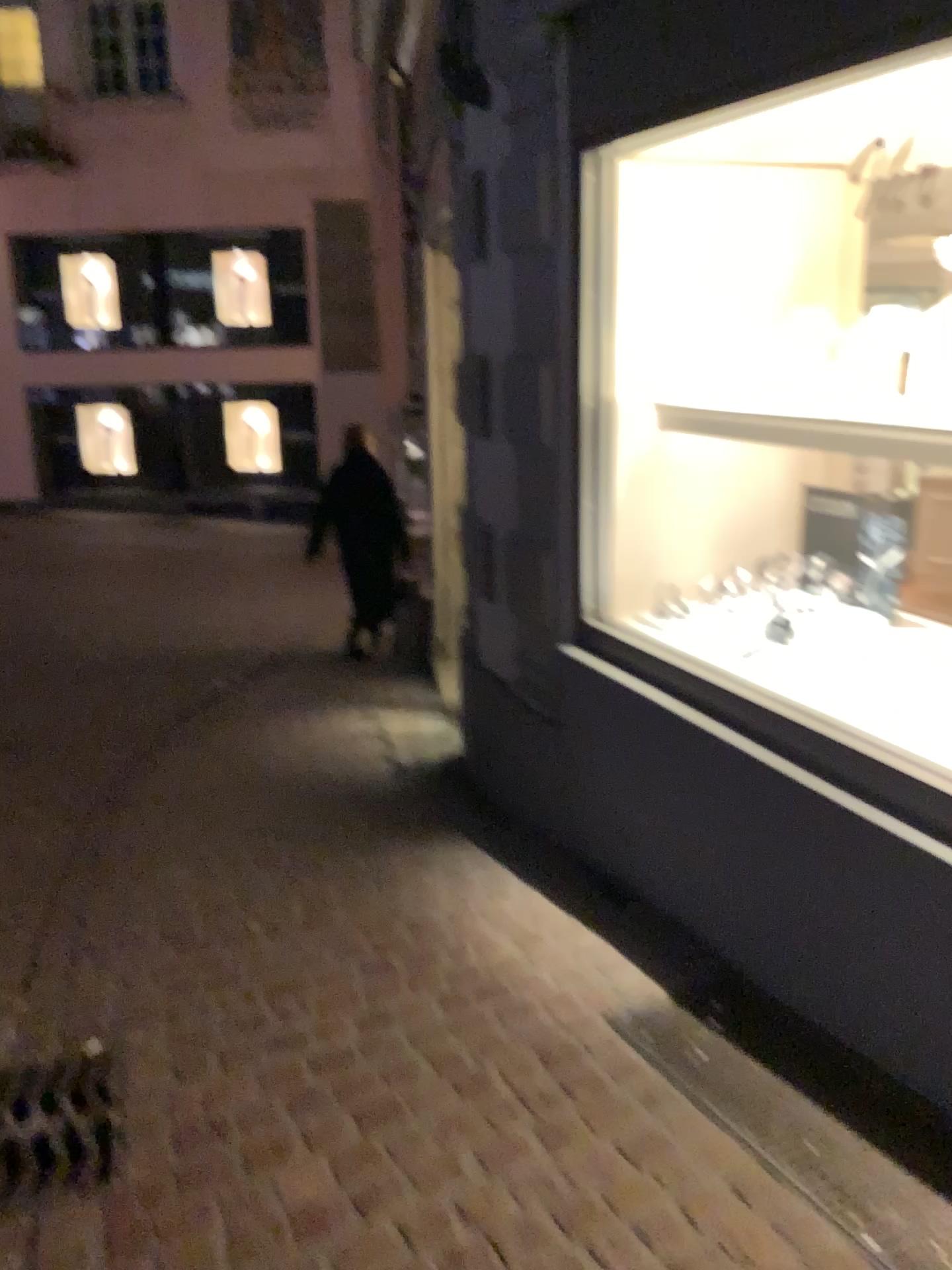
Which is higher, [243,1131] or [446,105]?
[446,105]

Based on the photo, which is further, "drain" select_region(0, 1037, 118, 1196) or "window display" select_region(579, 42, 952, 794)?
"window display" select_region(579, 42, 952, 794)

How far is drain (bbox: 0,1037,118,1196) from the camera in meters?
1.9

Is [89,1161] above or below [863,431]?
below

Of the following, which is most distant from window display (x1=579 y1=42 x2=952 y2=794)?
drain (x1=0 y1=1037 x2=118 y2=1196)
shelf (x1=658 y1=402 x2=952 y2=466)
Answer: drain (x1=0 y1=1037 x2=118 y2=1196)

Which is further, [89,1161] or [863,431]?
[863,431]

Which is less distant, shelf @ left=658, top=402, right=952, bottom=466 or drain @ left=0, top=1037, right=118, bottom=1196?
drain @ left=0, top=1037, right=118, bottom=1196

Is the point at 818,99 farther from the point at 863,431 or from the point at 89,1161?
the point at 89,1161

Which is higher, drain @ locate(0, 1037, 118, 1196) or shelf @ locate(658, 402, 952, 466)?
shelf @ locate(658, 402, 952, 466)

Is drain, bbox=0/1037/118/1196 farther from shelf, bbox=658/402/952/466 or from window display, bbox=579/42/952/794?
shelf, bbox=658/402/952/466
